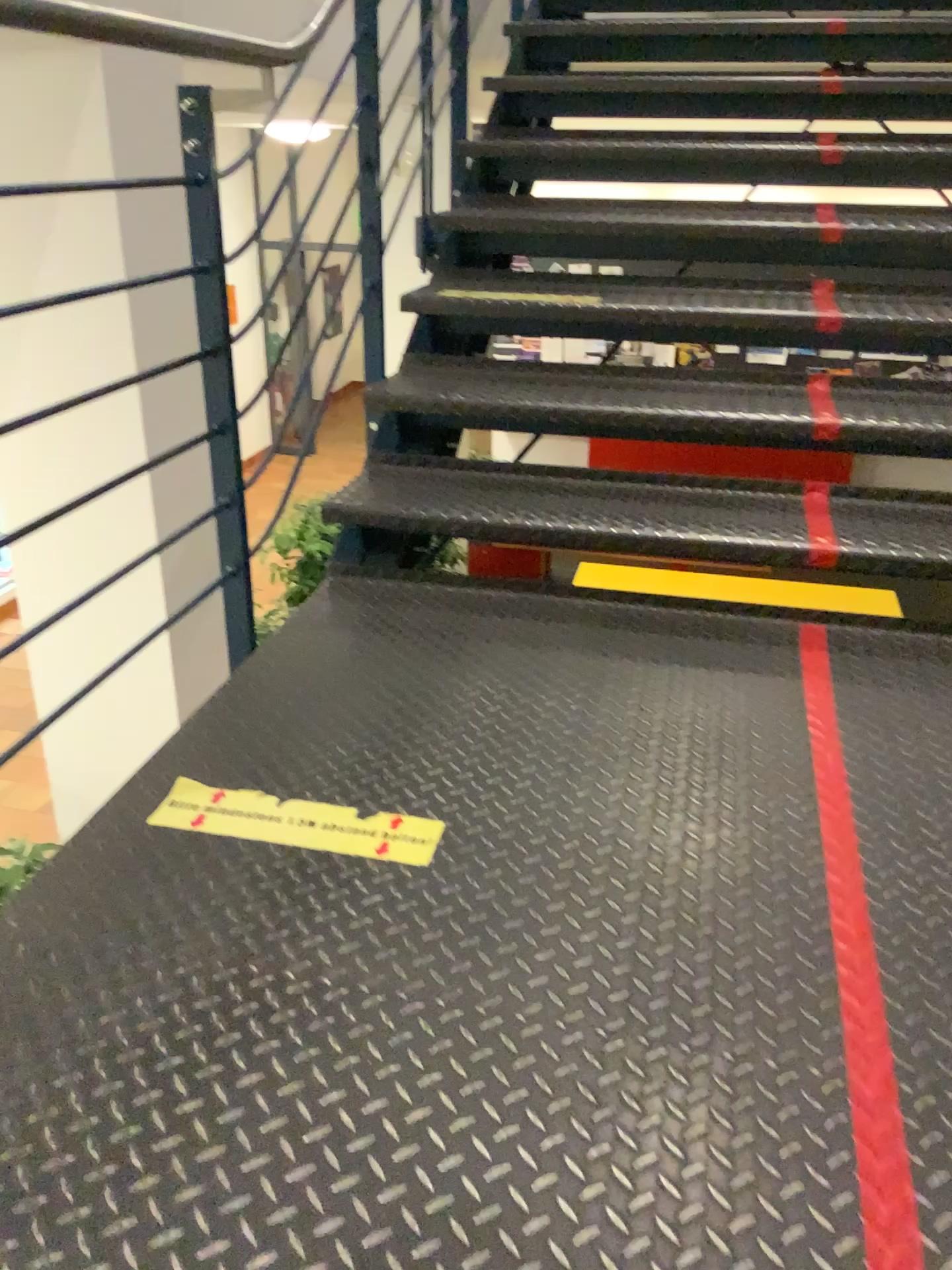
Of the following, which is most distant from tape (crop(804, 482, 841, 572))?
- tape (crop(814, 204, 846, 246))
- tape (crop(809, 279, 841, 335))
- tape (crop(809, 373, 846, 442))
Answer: tape (crop(814, 204, 846, 246))

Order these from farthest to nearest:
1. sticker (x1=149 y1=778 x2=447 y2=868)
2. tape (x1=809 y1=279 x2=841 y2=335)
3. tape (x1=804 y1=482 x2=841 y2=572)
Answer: tape (x1=809 y1=279 x2=841 y2=335) < tape (x1=804 y1=482 x2=841 y2=572) < sticker (x1=149 y1=778 x2=447 y2=868)

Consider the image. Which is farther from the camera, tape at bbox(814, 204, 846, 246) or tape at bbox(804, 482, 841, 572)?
tape at bbox(814, 204, 846, 246)

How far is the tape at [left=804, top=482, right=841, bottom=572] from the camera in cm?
210

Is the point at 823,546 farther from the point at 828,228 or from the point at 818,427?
the point at 828,228

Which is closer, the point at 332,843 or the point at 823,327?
the point at 332,843

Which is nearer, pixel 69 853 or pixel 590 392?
pixel 69 853

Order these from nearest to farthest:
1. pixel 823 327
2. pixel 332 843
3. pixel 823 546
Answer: pixel 332 843 → pixel 823 546 → pixel 823 327

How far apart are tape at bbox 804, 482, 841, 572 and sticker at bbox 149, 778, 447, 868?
1.1 meters

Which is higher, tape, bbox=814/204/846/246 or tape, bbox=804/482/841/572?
tape, bbox=814/204/846/246
